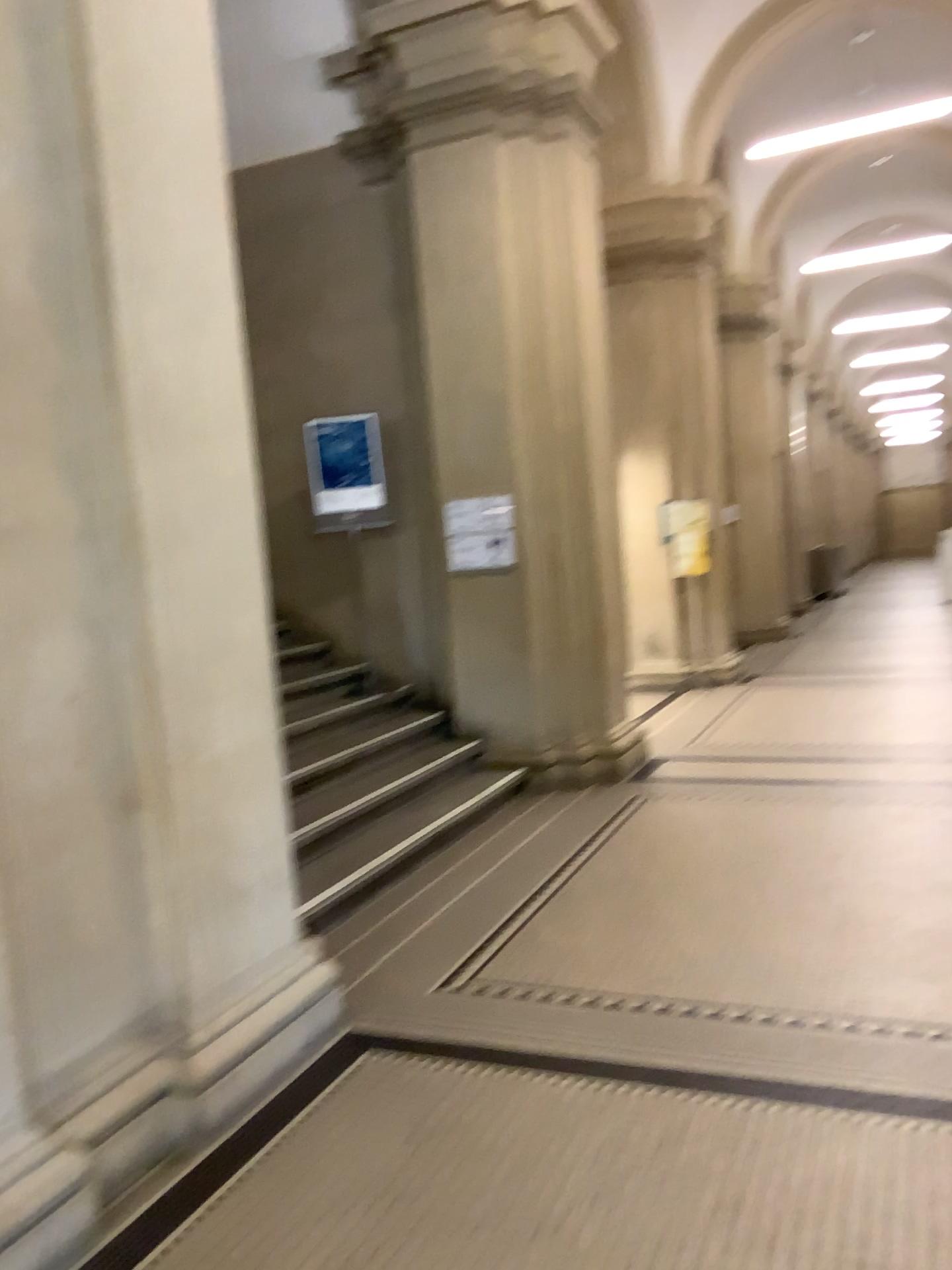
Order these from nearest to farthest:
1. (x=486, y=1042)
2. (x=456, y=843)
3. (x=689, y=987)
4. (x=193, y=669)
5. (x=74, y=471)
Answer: (x=74, y=471) → (x=193, y=669) → (x=486, y=1042) → (x=689, y=987) → (x=456, y=843)
